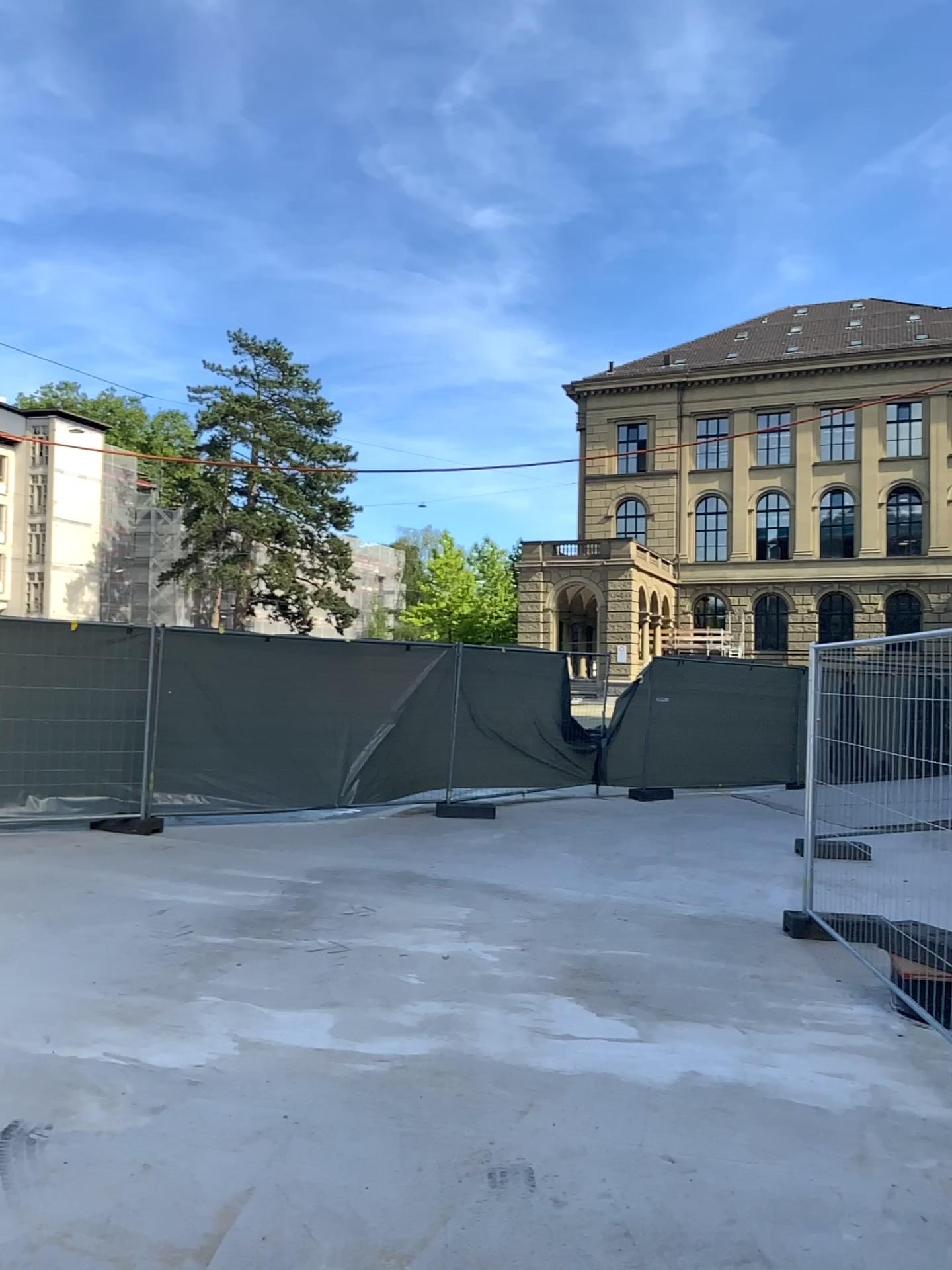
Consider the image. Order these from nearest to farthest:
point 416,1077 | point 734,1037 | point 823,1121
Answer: point 823,1121, point 416,1077, point 734,1037
